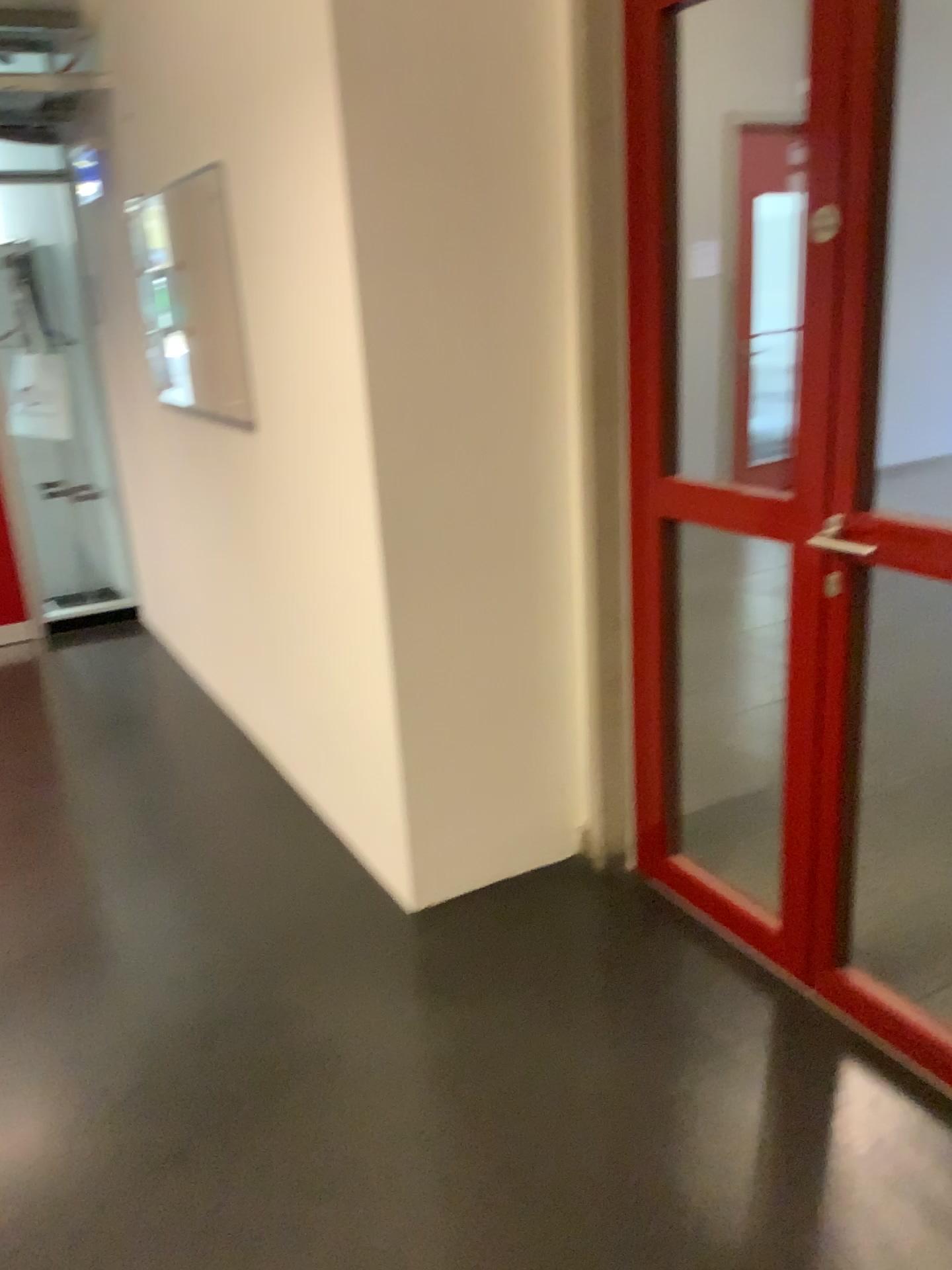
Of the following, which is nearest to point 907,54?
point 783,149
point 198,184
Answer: point 783,149

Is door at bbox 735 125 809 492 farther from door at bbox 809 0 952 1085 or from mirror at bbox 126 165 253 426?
mirror at bbox 126 165 253 426

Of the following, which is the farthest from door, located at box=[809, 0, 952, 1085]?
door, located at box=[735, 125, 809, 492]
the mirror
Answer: the mirror

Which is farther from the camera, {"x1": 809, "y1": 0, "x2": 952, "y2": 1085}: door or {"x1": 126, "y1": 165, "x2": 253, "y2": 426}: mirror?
{"x1": 126, "y1": 165, "x2": 253, "y2": 426}: mirror

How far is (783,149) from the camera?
1.9m

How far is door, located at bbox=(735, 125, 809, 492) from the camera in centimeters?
190cm

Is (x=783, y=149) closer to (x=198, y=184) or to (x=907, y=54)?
(x=907, y=54)

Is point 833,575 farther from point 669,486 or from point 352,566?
point 352,566

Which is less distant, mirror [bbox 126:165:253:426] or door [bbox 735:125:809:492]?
door [bbox 735:125:809:492]
